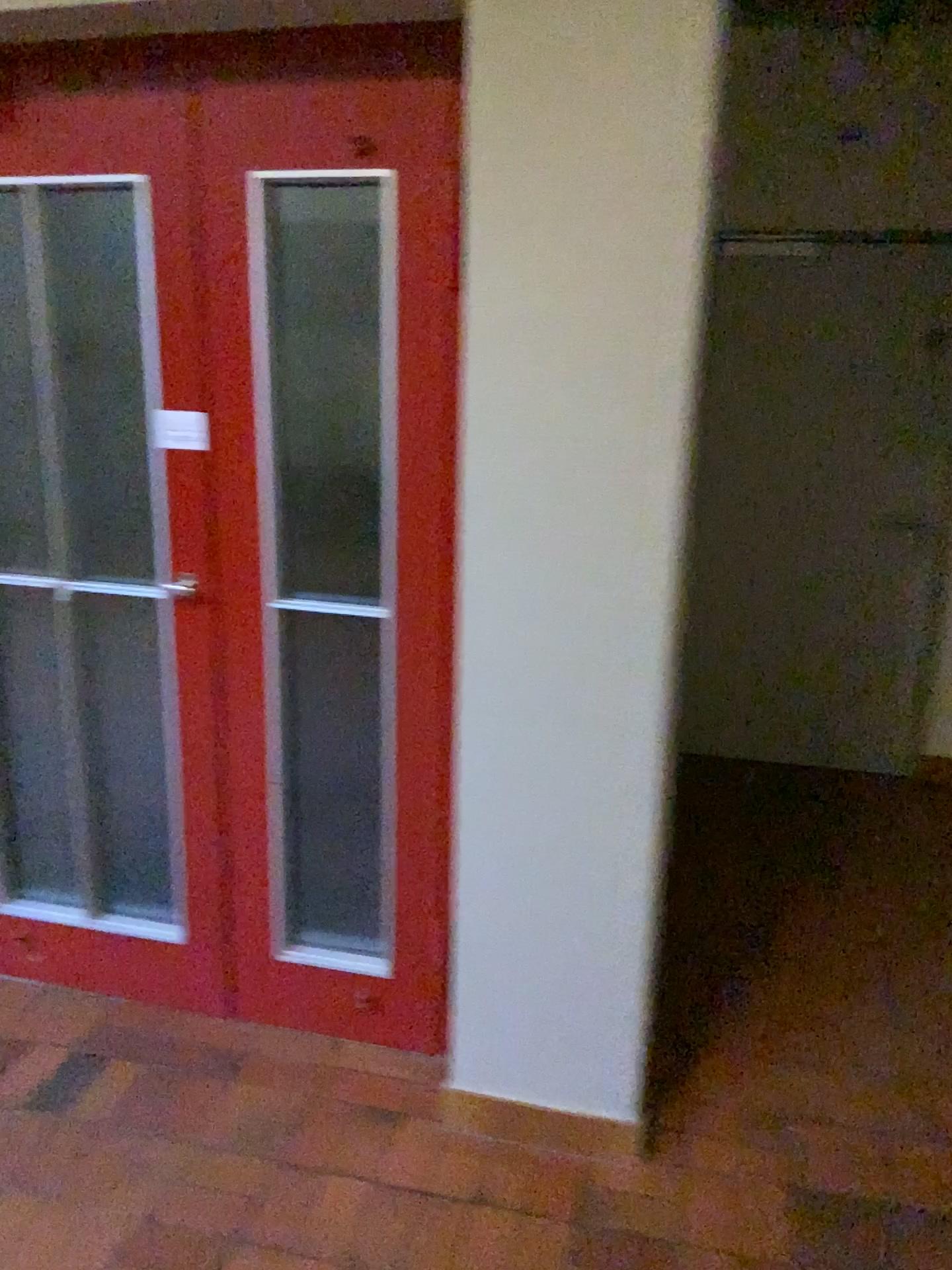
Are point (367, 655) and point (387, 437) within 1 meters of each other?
yes

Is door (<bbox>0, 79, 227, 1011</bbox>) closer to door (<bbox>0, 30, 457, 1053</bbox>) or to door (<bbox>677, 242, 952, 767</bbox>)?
door (<bbox>0, 30, 457, 1053</bbox>)

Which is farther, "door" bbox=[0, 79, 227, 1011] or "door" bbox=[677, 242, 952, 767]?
"door" bbox=[677, 242, 952, 767]

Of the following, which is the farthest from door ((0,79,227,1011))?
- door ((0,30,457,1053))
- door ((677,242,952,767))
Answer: door ((677,242,952,767))

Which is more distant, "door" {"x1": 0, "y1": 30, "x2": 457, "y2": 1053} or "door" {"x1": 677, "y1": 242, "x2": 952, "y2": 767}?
"door" {"x1": 677, "y1": 242, "x2": 952, "y2": 767}

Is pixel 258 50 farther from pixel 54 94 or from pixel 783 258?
pixel 783 258

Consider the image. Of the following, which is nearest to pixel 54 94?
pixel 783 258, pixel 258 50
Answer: pixel 258 50

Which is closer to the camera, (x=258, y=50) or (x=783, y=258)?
(x=258, y=50)
